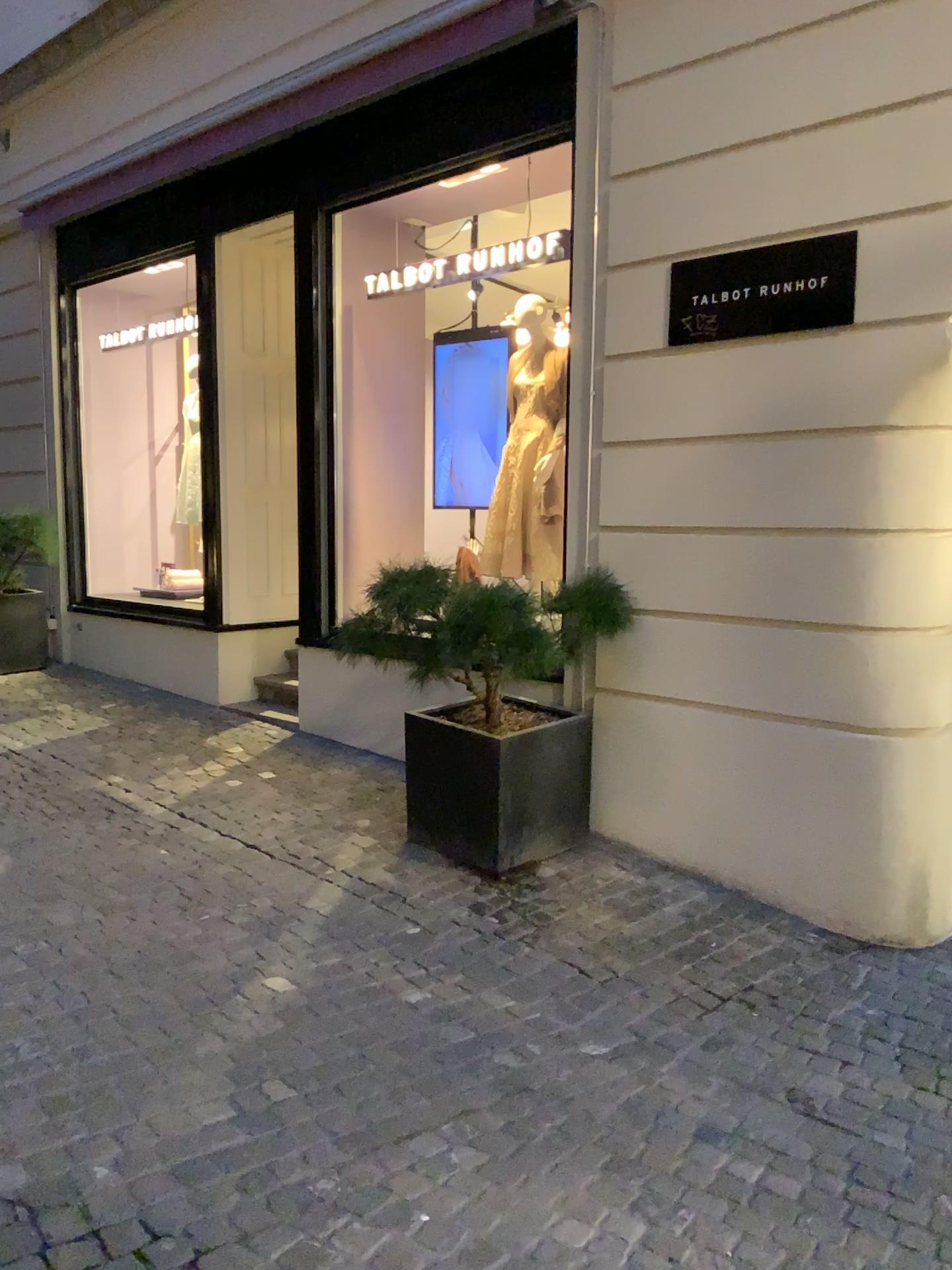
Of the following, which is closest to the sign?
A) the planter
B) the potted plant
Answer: the potted plant

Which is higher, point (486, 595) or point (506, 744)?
point (486, 595)

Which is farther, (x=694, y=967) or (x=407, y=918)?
(x=407, y=918)

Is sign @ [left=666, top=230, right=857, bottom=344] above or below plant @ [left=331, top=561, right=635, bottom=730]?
above

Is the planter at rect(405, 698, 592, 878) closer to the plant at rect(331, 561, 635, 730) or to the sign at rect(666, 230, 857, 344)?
the plant at rect(331, 561, 635, 730)

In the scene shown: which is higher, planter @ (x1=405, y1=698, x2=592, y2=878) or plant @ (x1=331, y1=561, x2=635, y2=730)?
plant @ (x1=331, y1=561, x2=635, y2=730)

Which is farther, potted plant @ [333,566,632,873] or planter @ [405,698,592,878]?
planter @ [405,698,592,878]

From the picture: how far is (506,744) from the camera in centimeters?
440cm

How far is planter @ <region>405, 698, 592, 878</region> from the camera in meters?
4.4

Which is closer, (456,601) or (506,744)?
(456,601)
